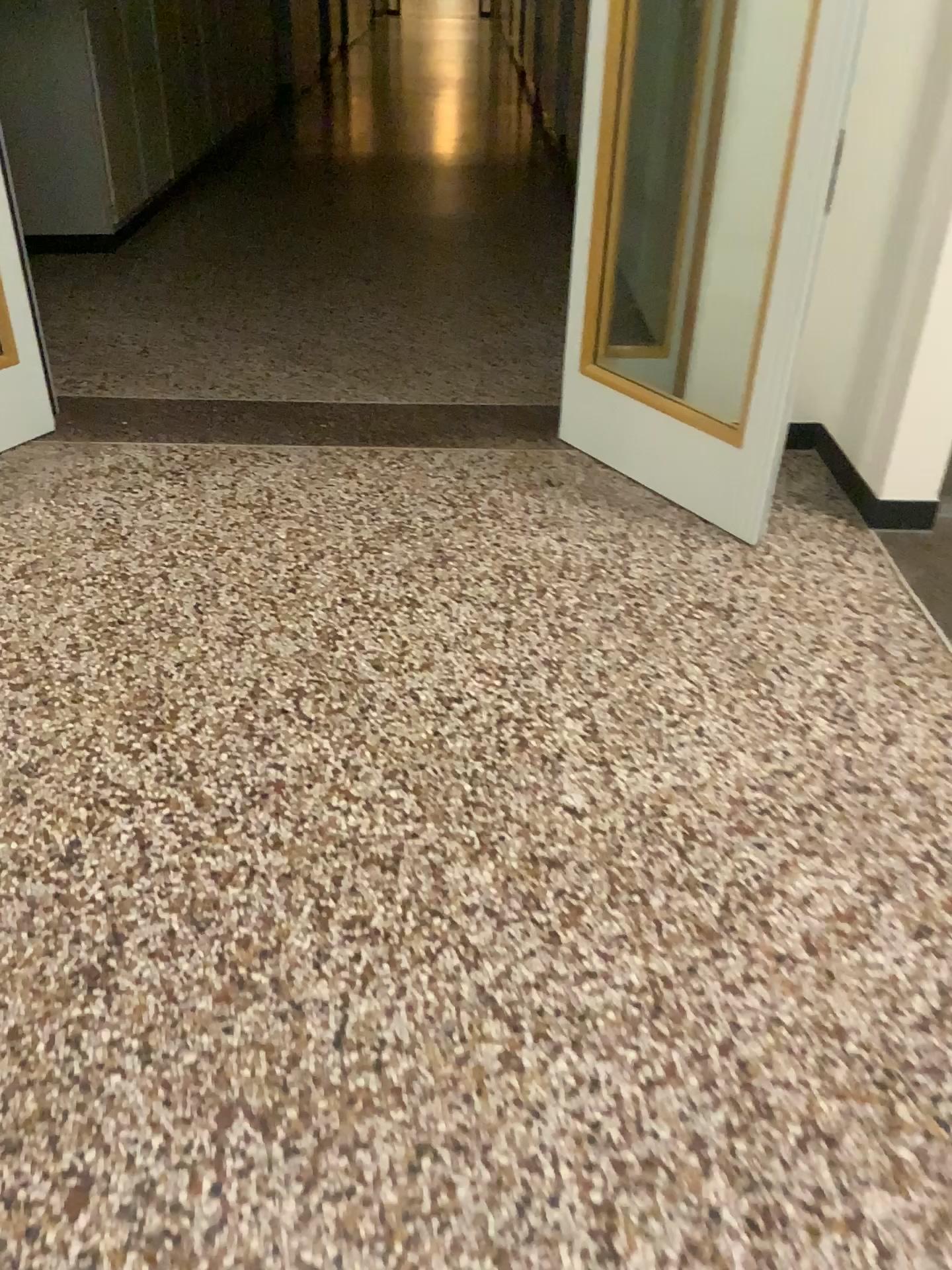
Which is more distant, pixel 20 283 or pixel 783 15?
pixel 20 283

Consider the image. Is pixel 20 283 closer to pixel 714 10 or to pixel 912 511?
pixel 714 10

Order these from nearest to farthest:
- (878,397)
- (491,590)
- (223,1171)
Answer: (223,1171) → (491,590) → (878,397)

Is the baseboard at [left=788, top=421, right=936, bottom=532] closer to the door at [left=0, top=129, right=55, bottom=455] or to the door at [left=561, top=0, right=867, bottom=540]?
the door at [left=561, top=0, right=867, bottom=540]

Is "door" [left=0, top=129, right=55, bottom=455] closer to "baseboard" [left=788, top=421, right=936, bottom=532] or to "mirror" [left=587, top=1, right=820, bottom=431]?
"mirror" [left=587, top=1, right=820, bottom=431]

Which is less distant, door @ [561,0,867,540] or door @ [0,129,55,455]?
door @ [561,0,867,540]

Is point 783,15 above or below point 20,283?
above

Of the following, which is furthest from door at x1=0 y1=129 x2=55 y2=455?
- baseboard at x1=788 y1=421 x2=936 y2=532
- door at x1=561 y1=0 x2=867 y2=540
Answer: baseboard at x1=788 y1=421 x2=936 y2=532

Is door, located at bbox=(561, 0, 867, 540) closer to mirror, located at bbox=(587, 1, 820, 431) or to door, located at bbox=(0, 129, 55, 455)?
mirror, located at bbox=(587, 1, 820, 431)
